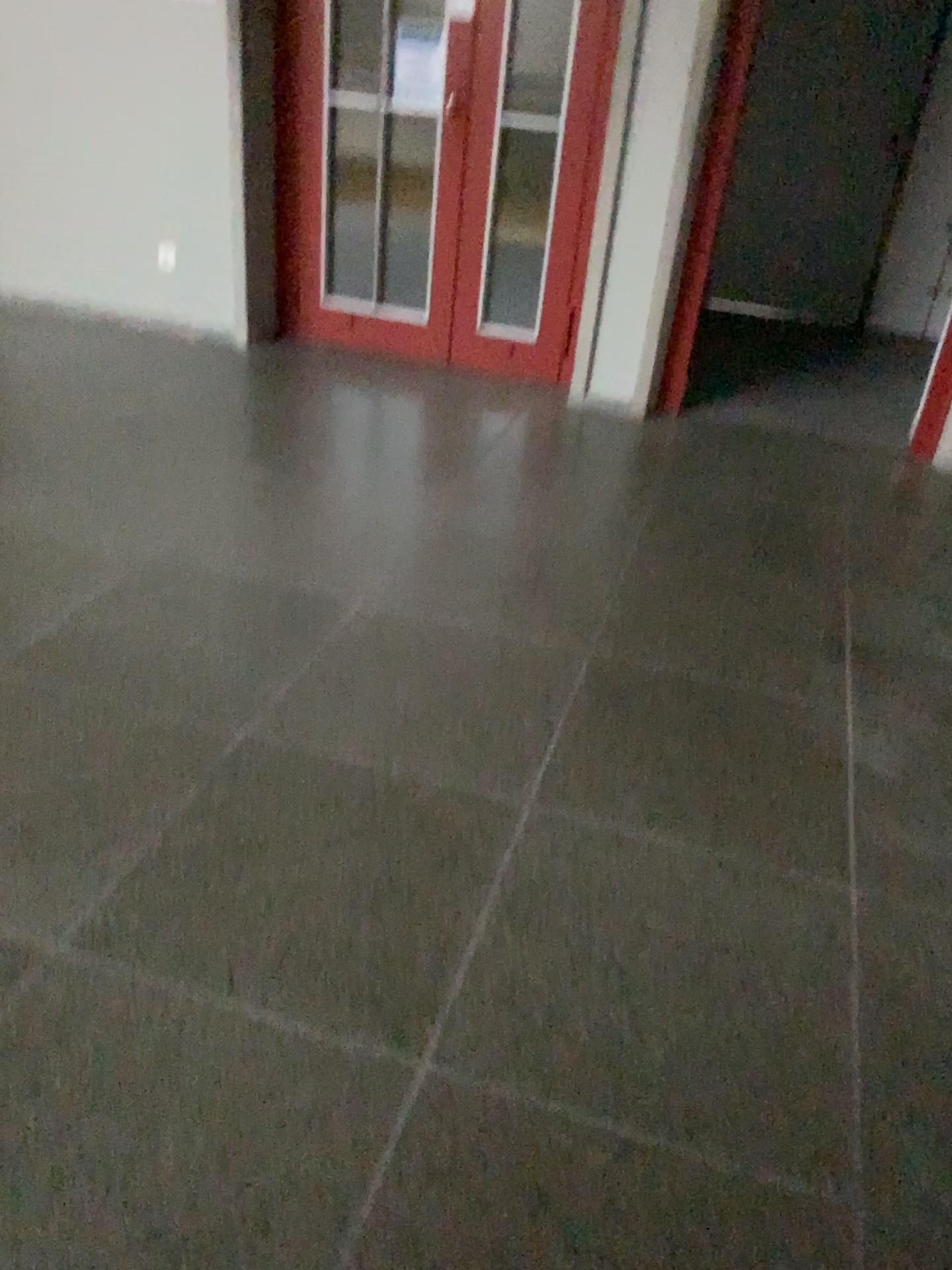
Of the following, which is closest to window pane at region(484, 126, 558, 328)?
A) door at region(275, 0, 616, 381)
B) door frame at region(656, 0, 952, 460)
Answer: door at region(275, 0, 616, 381)

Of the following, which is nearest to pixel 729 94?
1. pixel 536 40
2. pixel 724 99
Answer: pixel 724 99

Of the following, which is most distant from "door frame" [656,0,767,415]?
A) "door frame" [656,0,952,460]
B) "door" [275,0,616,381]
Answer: "door" [275,0,616,381]

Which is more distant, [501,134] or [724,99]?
[501,134]

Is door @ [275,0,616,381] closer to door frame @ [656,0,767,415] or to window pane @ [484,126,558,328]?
window pane @ [484,126,558,328]

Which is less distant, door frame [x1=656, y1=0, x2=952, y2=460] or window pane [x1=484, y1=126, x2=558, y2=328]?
door frame [x1=656, y1=0, x2=952, y2=460]

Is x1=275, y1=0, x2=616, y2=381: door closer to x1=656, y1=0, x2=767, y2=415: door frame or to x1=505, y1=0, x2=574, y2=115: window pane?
x1=505, y1=0, x2=574, y2=115: window pane

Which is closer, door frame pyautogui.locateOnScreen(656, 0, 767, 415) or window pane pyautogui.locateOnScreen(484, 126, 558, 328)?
door frame pyautogui.locateOnScreen(656, 0, 767, 415)

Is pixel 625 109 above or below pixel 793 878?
above

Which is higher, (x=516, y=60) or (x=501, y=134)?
(x=516, y=60)
